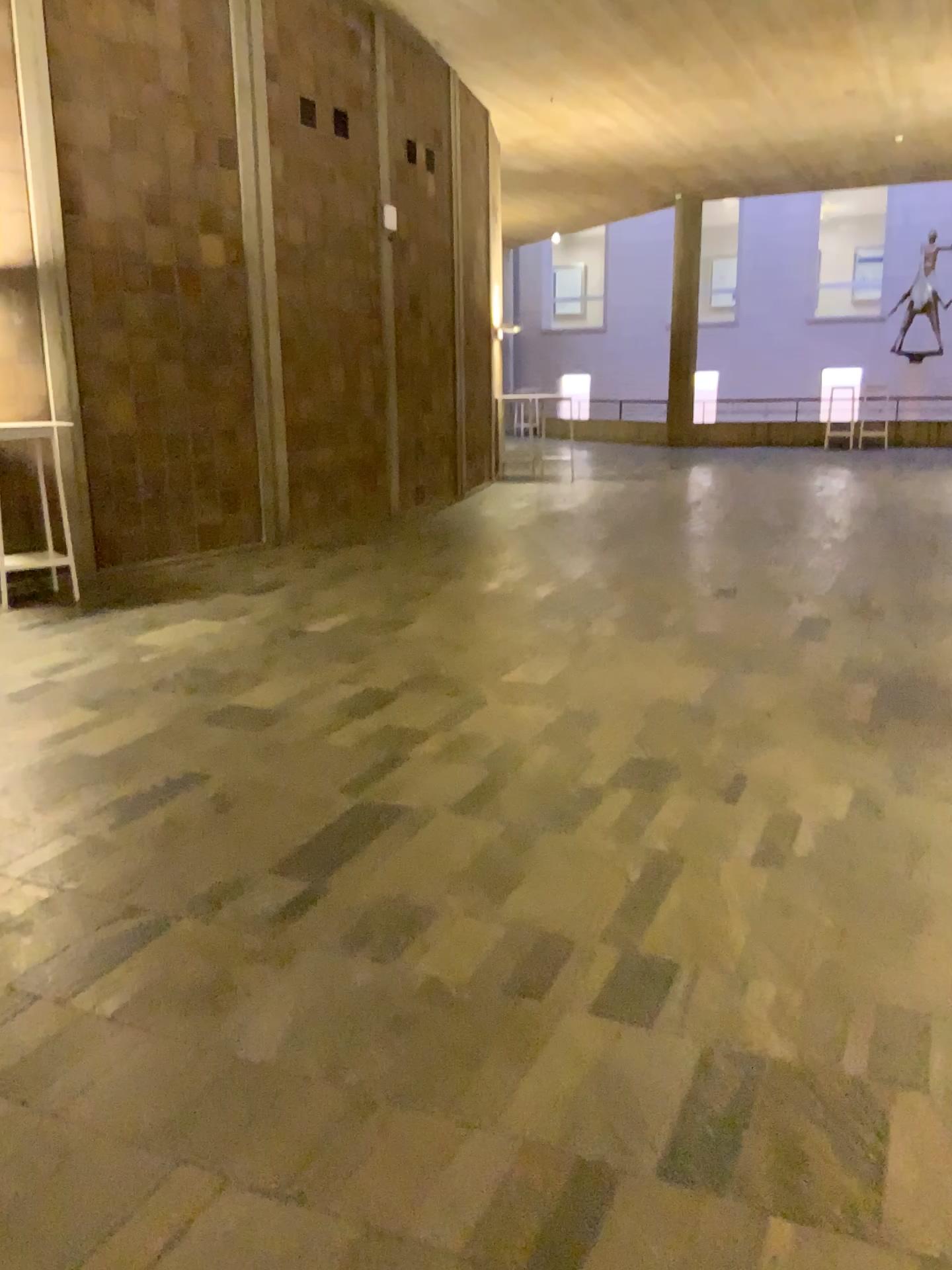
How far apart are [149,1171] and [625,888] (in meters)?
1.52
